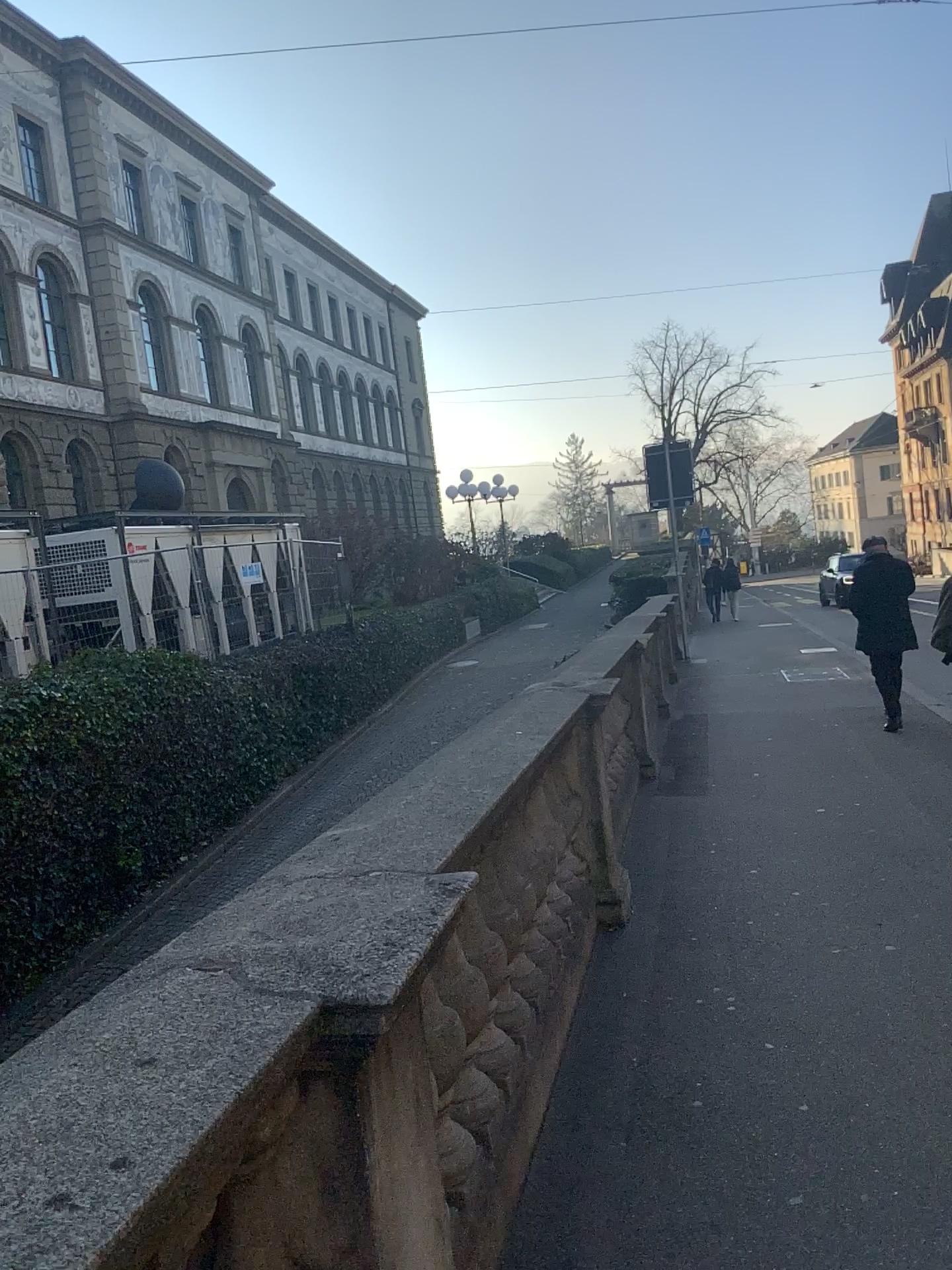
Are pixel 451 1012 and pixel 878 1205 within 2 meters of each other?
yes
